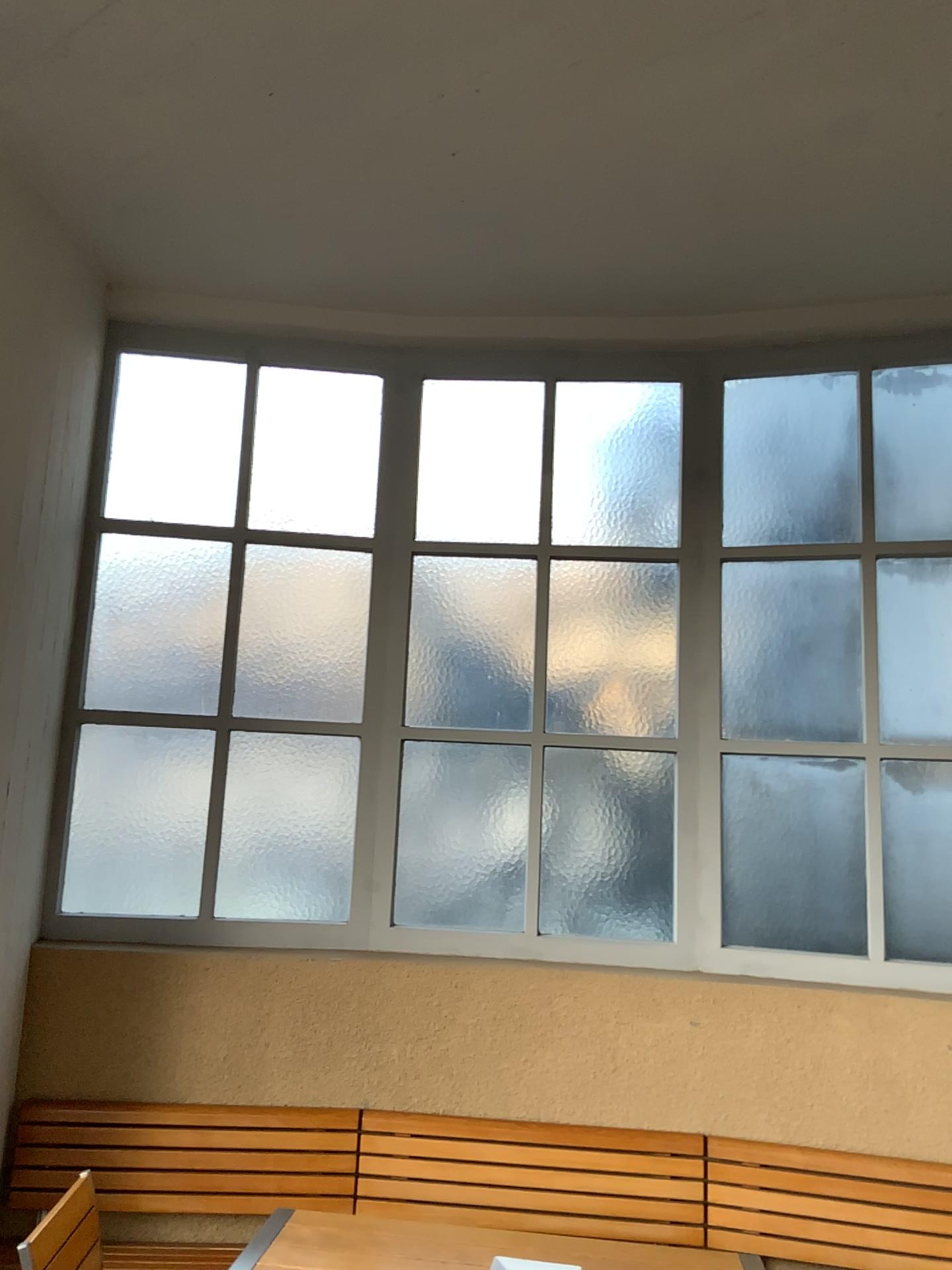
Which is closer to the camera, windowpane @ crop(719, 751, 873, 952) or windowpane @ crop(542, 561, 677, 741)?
windowpane @ crop(719, 751, 873, 952)

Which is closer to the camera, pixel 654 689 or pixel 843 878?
pixel 843 878

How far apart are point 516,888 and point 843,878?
1.1m

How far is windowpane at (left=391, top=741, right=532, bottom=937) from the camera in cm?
368

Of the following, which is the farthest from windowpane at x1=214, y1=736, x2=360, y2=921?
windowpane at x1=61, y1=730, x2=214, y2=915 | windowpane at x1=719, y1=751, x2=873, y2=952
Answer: windowpane at x1=719, y1=751, x2=873, y2=952

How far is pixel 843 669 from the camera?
3.62m

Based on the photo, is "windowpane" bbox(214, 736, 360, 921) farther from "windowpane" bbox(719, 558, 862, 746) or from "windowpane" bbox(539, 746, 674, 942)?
"windowpane" bbox(719, 558, 862, 746)

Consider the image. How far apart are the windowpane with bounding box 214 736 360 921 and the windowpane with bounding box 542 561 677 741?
0.7m

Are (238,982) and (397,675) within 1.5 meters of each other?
yes

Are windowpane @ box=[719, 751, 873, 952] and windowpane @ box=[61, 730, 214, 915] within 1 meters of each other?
no
